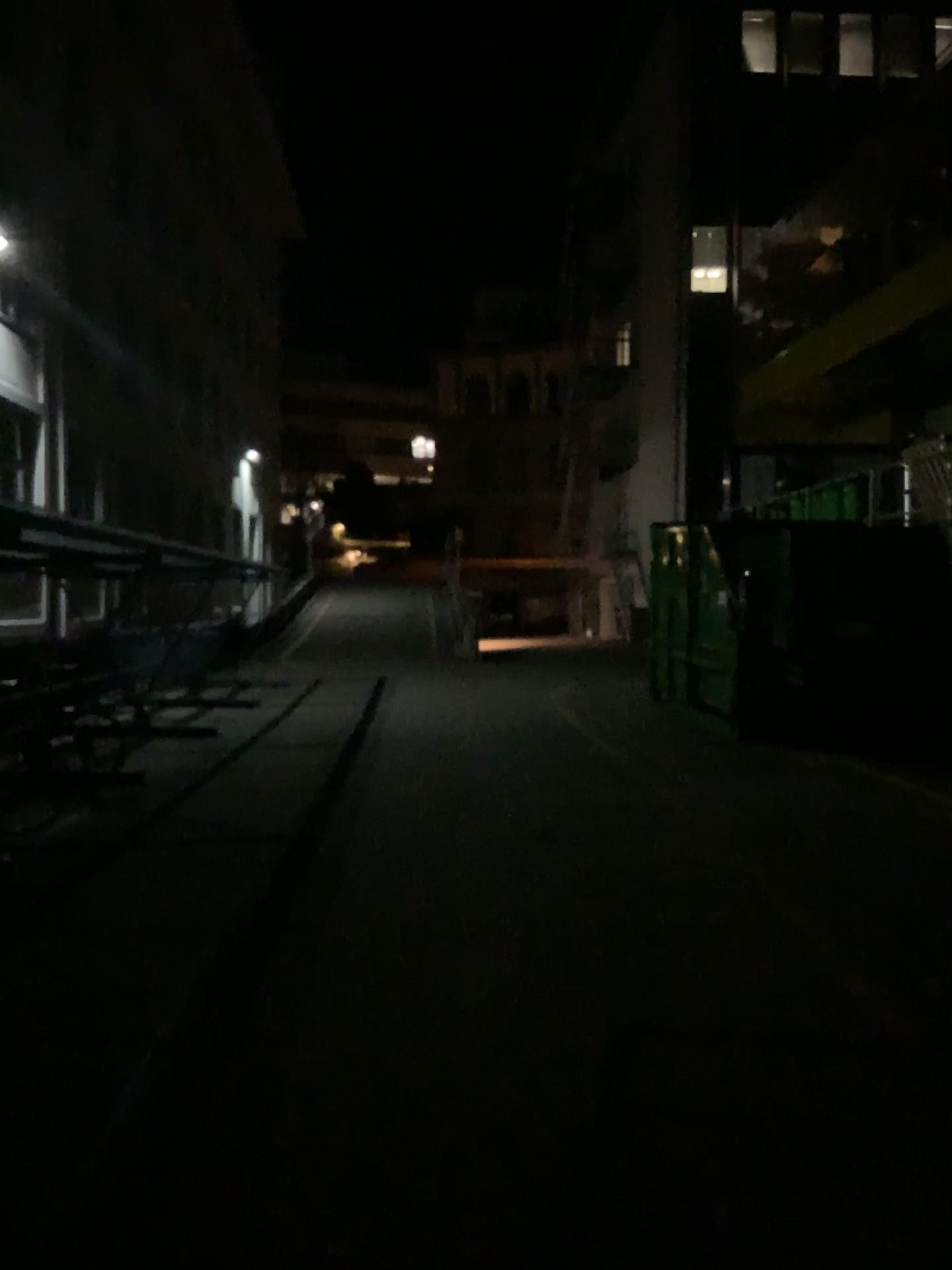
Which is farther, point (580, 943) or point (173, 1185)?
point (580, 943)
